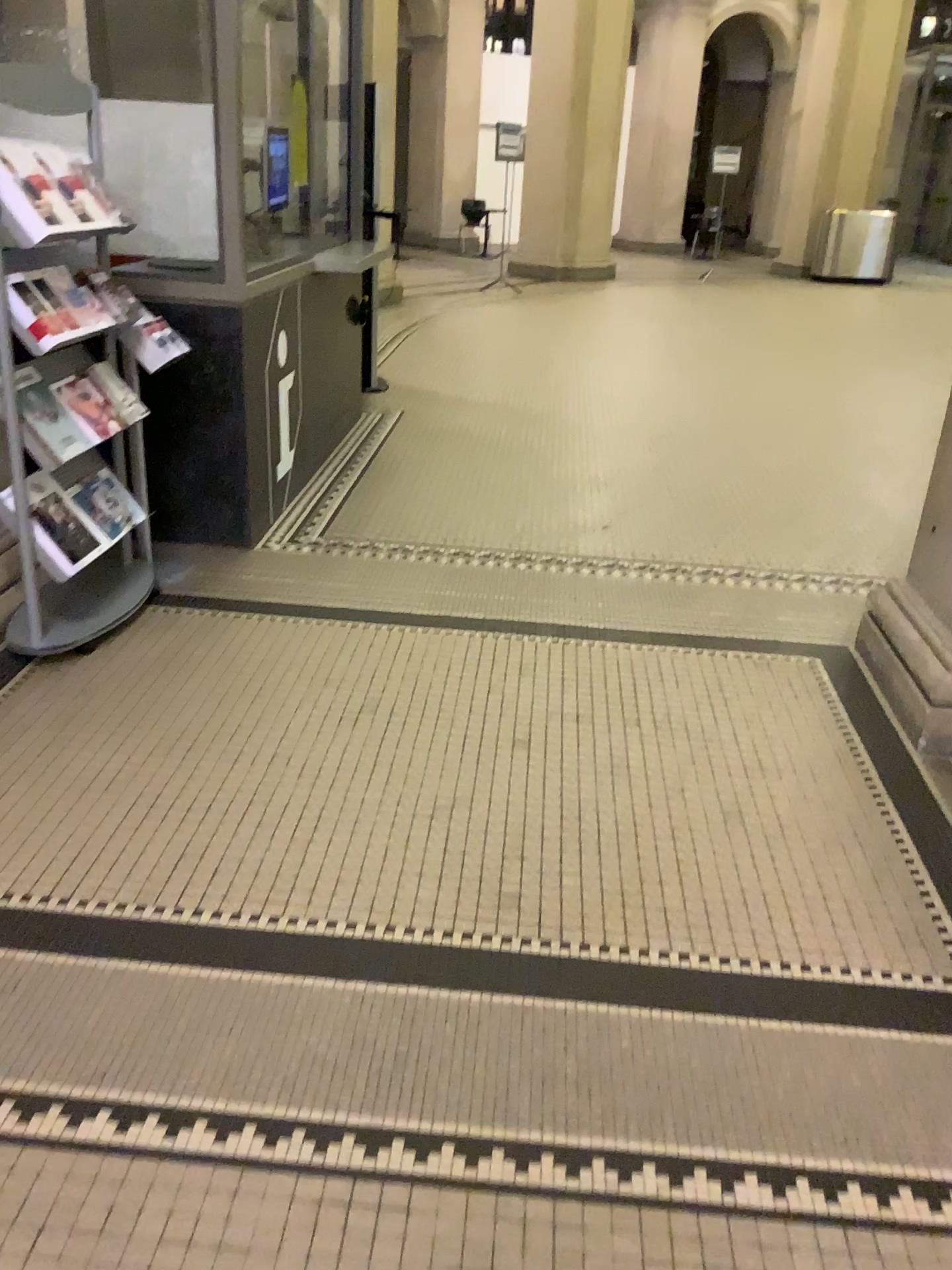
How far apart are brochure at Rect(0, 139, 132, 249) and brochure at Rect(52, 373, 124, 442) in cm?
42

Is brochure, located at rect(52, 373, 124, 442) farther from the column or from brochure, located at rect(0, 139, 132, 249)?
the column

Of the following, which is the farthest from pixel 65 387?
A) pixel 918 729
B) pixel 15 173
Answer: pixel 918 729

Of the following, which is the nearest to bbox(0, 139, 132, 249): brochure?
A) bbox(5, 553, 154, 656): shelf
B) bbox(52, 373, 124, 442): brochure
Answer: bbox(52, 373, 124, 442): brochure

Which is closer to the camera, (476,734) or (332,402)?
(476,734)

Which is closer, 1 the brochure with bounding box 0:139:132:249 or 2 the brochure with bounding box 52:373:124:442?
1 the brochure with bounding box 0:139:132:249

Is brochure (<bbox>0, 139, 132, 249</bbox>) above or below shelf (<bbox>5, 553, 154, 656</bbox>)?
above

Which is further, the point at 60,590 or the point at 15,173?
the point at 60,590

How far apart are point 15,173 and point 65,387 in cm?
58

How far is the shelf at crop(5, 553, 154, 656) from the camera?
3.18m
